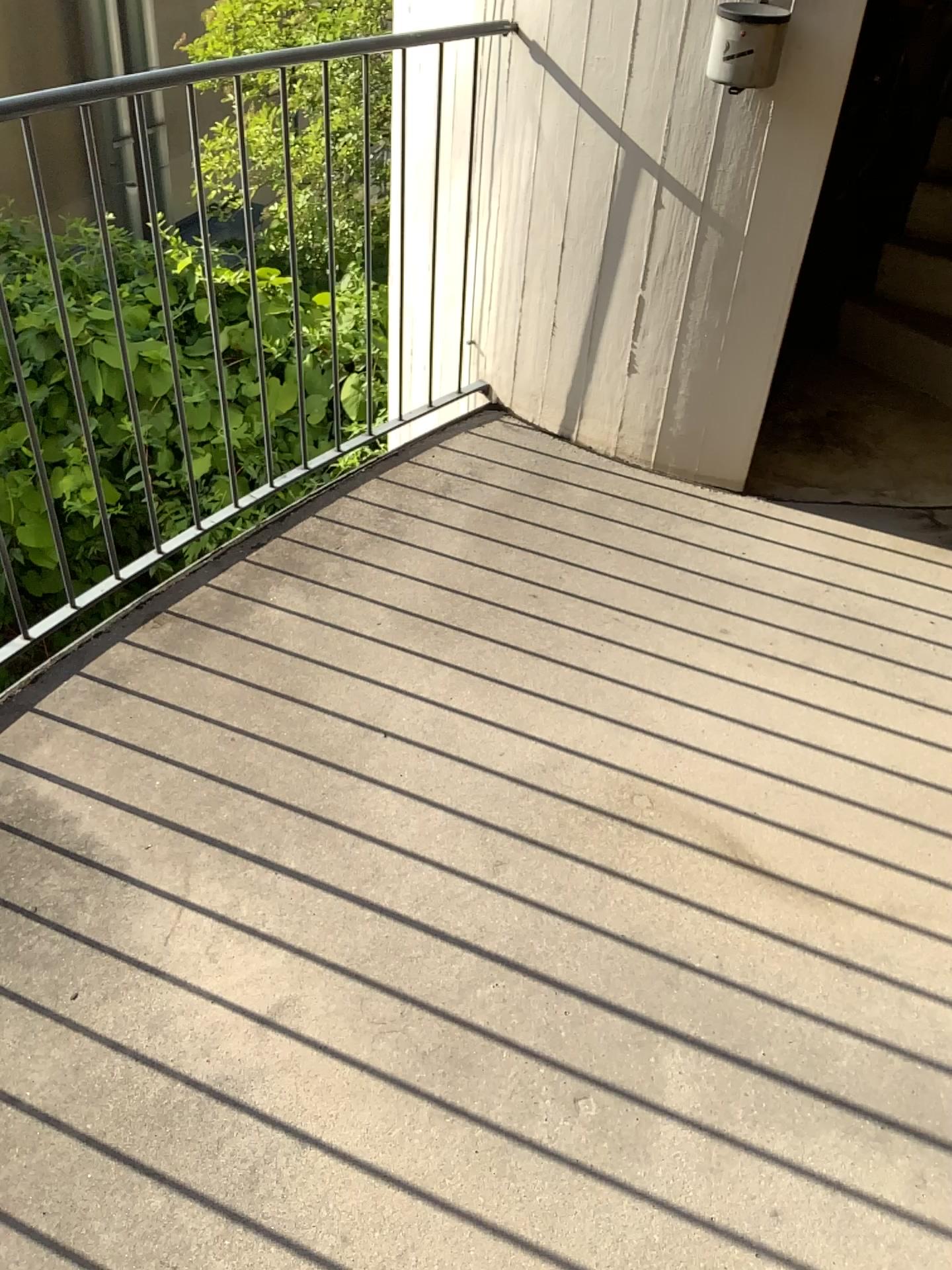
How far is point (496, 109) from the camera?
2.8 meters
